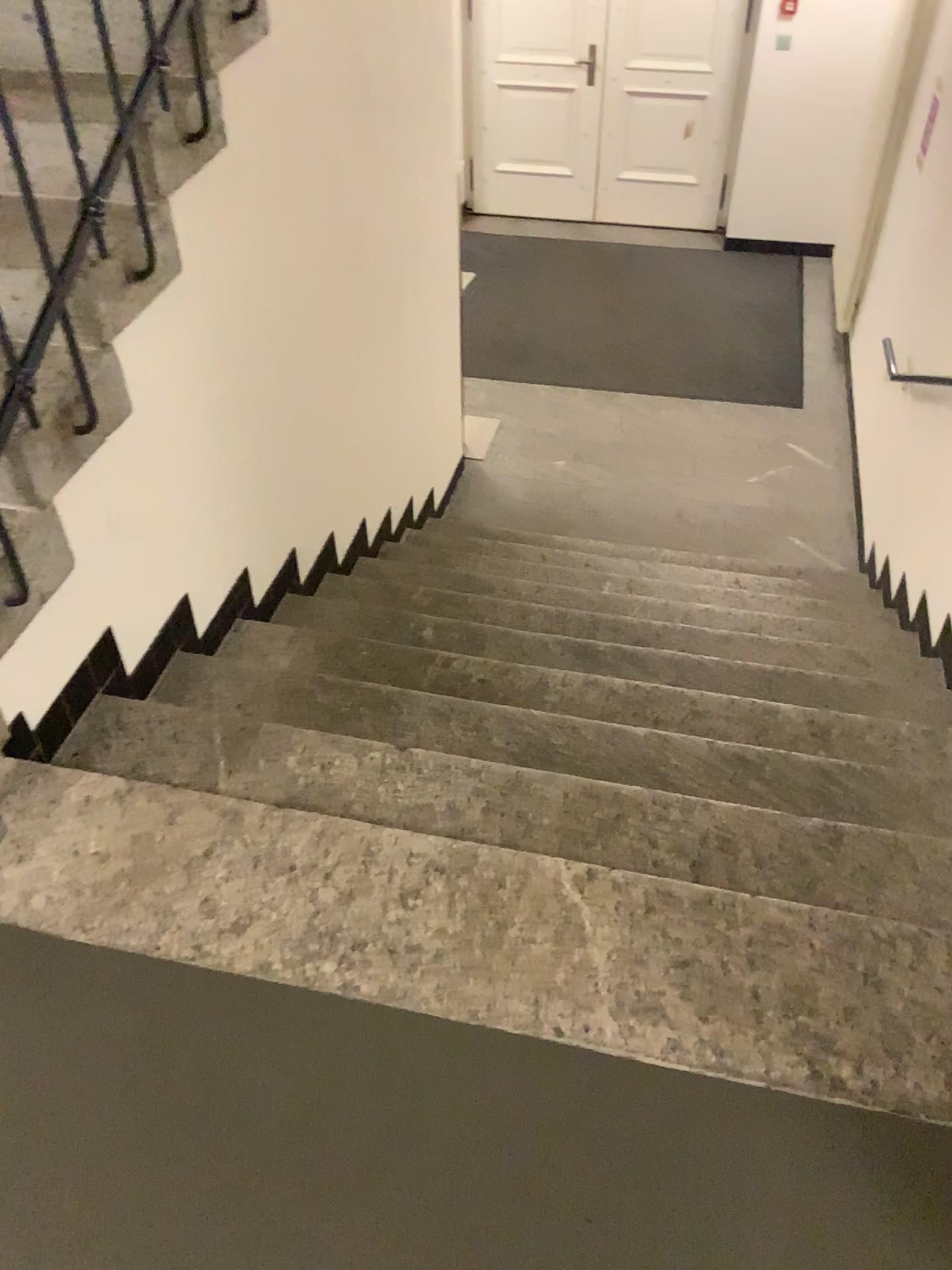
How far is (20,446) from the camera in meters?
1.8

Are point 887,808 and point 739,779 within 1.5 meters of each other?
yes

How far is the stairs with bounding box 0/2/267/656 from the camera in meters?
1.8
